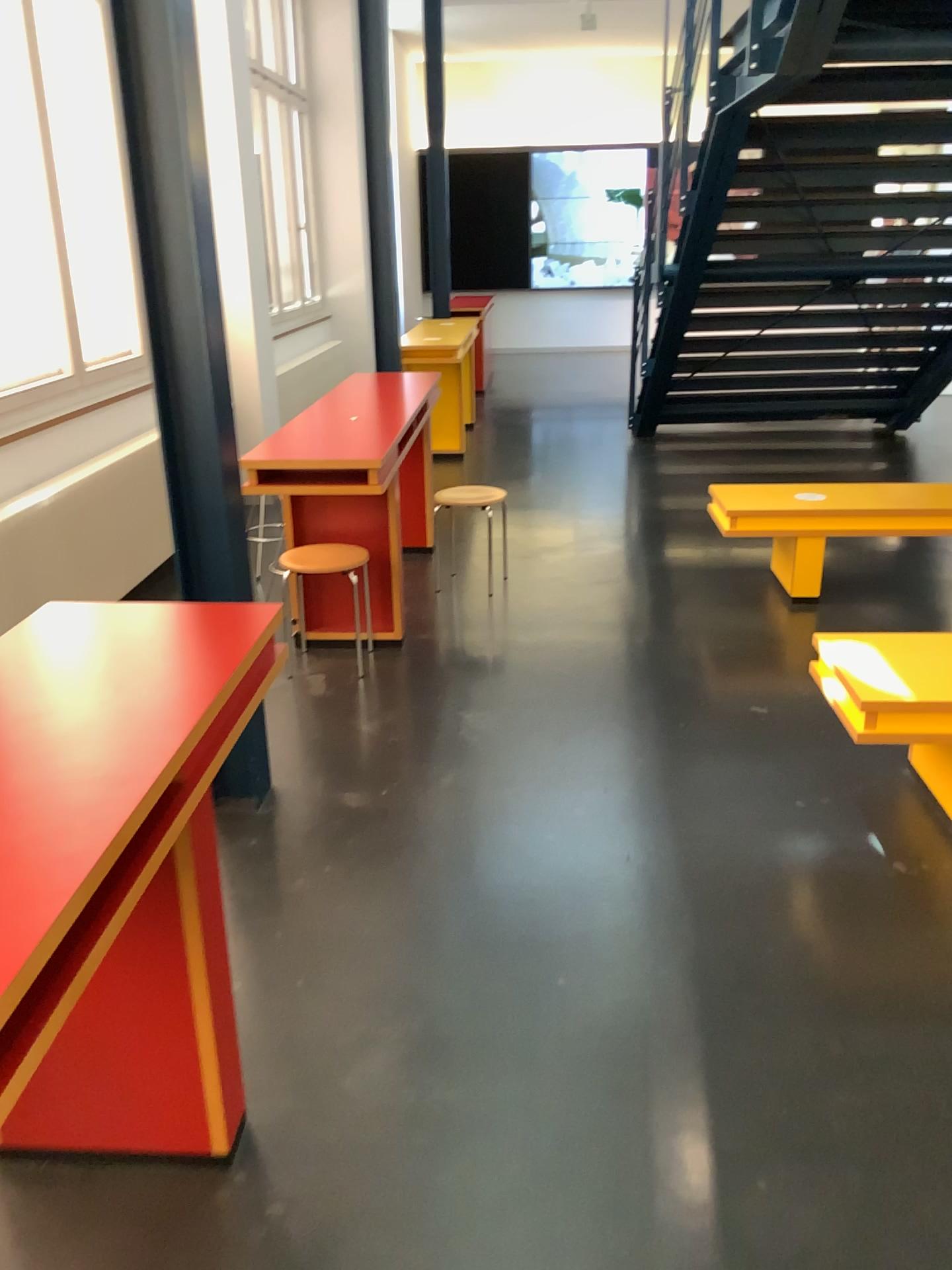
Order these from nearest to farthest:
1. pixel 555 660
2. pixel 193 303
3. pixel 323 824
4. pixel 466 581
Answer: pixel 193 303 → pixel 323 824 → pixel 555 660 → pixel 466 581

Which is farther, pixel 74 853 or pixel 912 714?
pixel 912 714

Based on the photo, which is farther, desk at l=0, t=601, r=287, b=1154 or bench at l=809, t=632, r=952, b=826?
bench at l=809, t=632, r=952, b=826

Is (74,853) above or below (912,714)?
above
